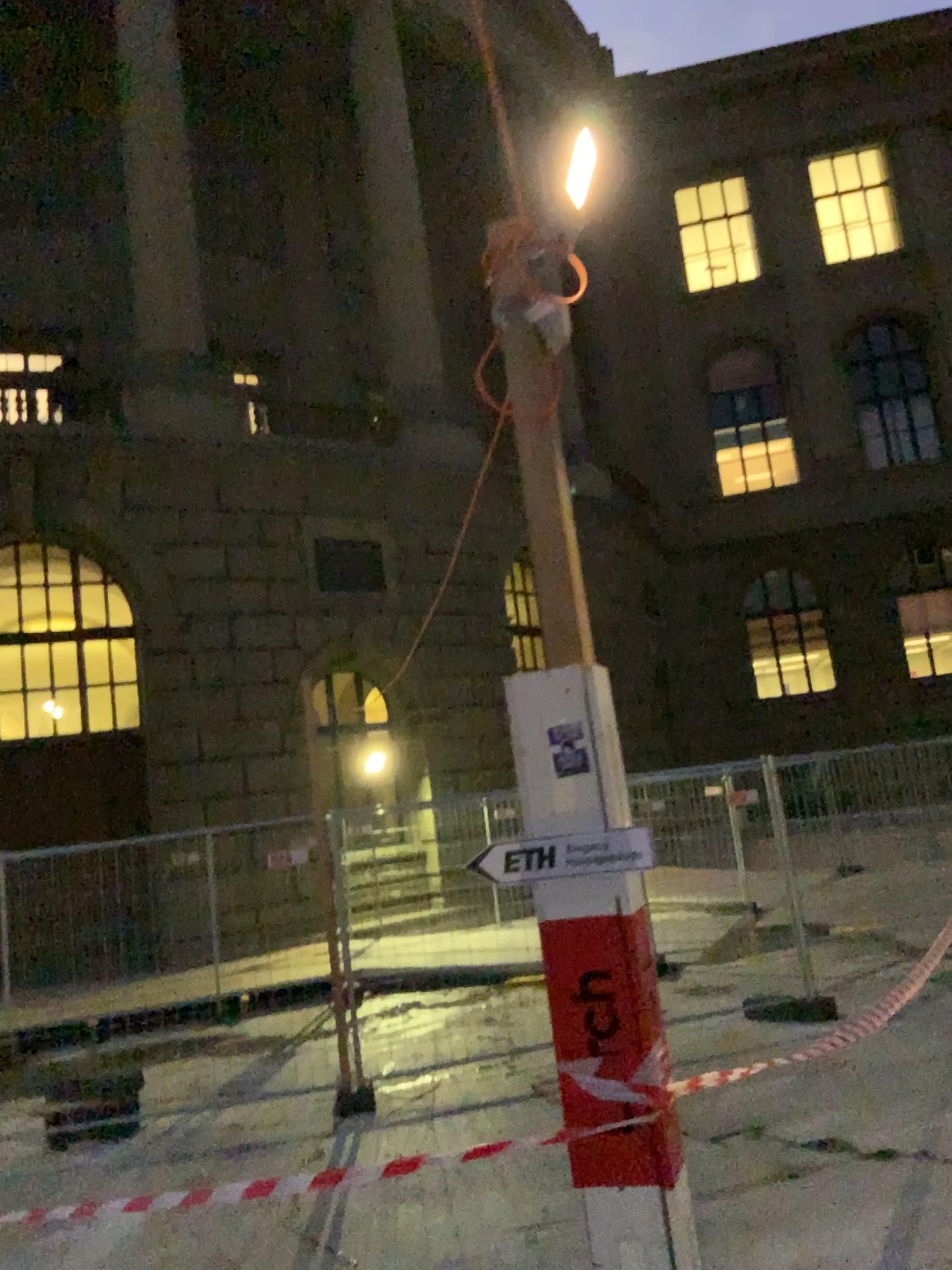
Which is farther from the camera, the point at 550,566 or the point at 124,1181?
the point at 124,1181

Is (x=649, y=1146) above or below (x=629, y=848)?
below
